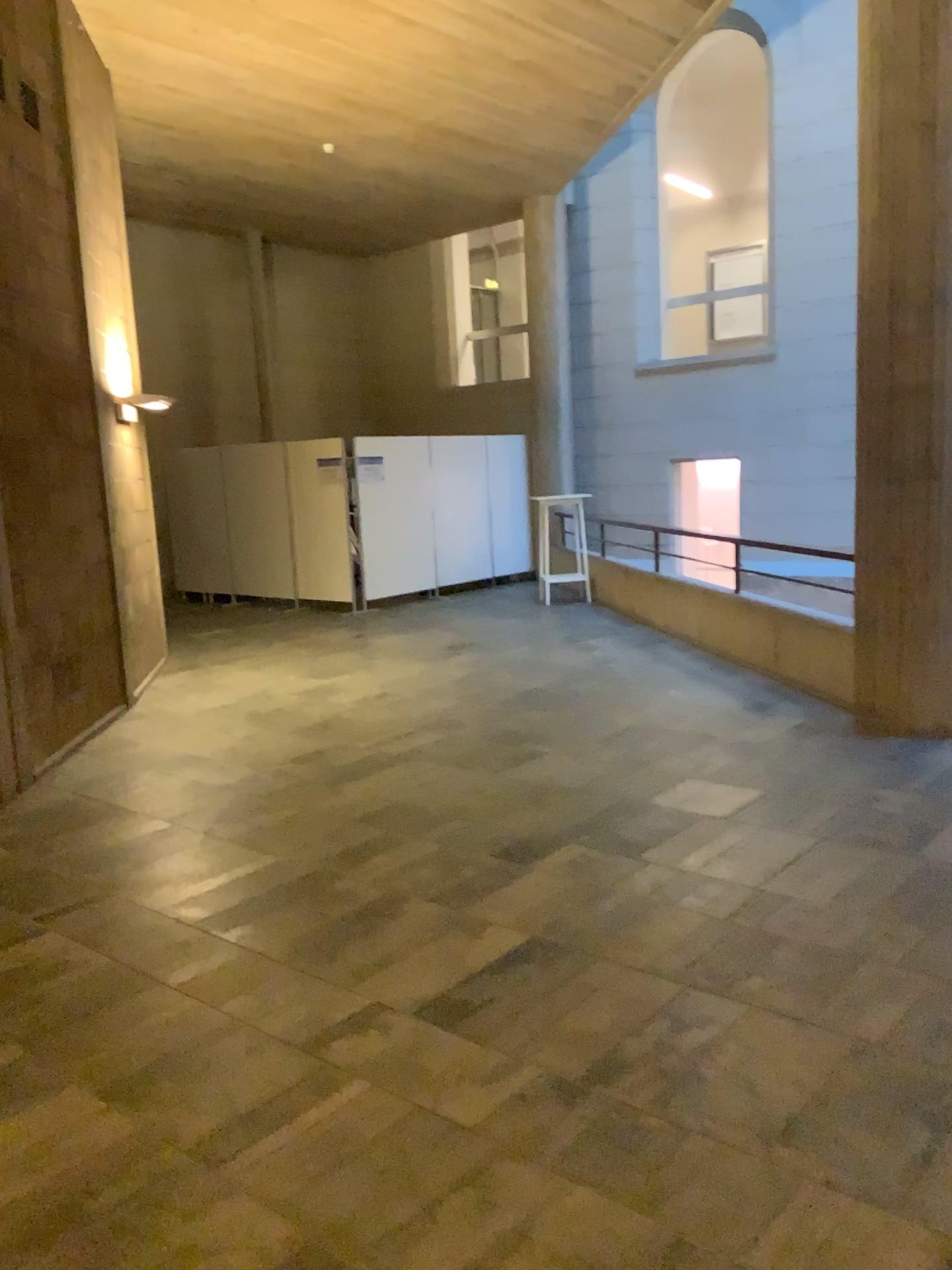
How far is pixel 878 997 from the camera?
2.9 meters
